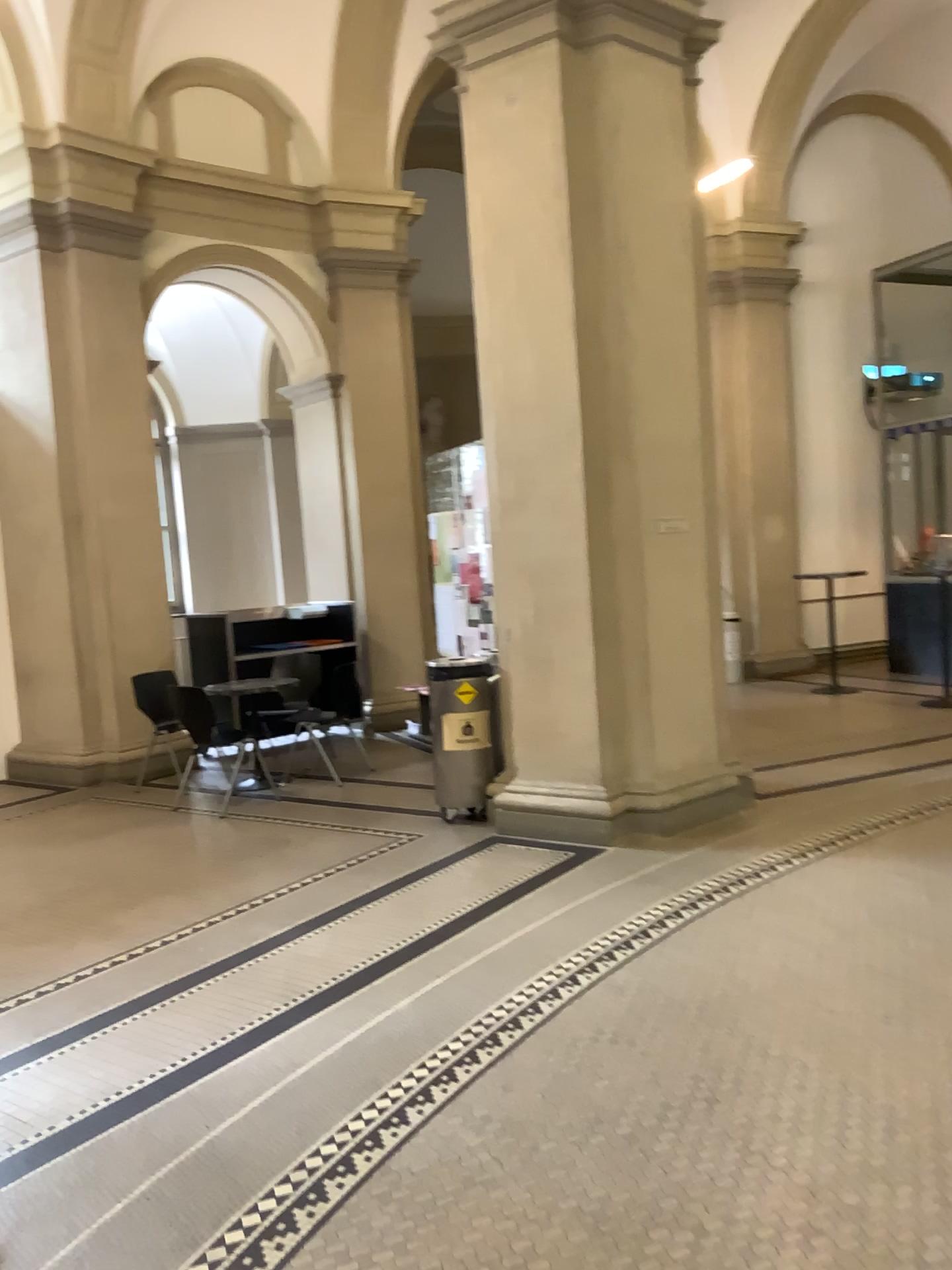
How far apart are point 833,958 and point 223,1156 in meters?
2.1
